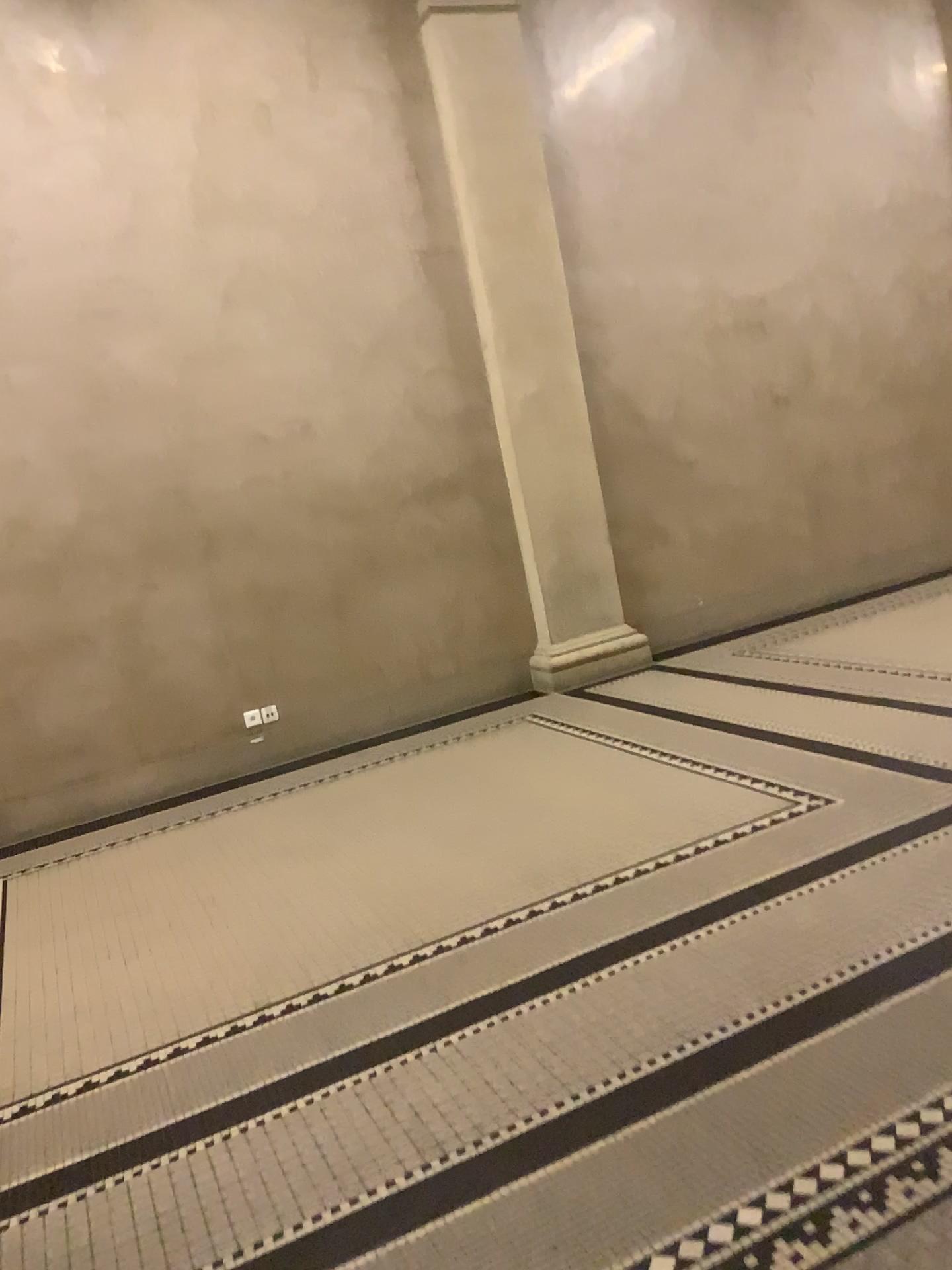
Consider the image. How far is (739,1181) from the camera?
1.96m
